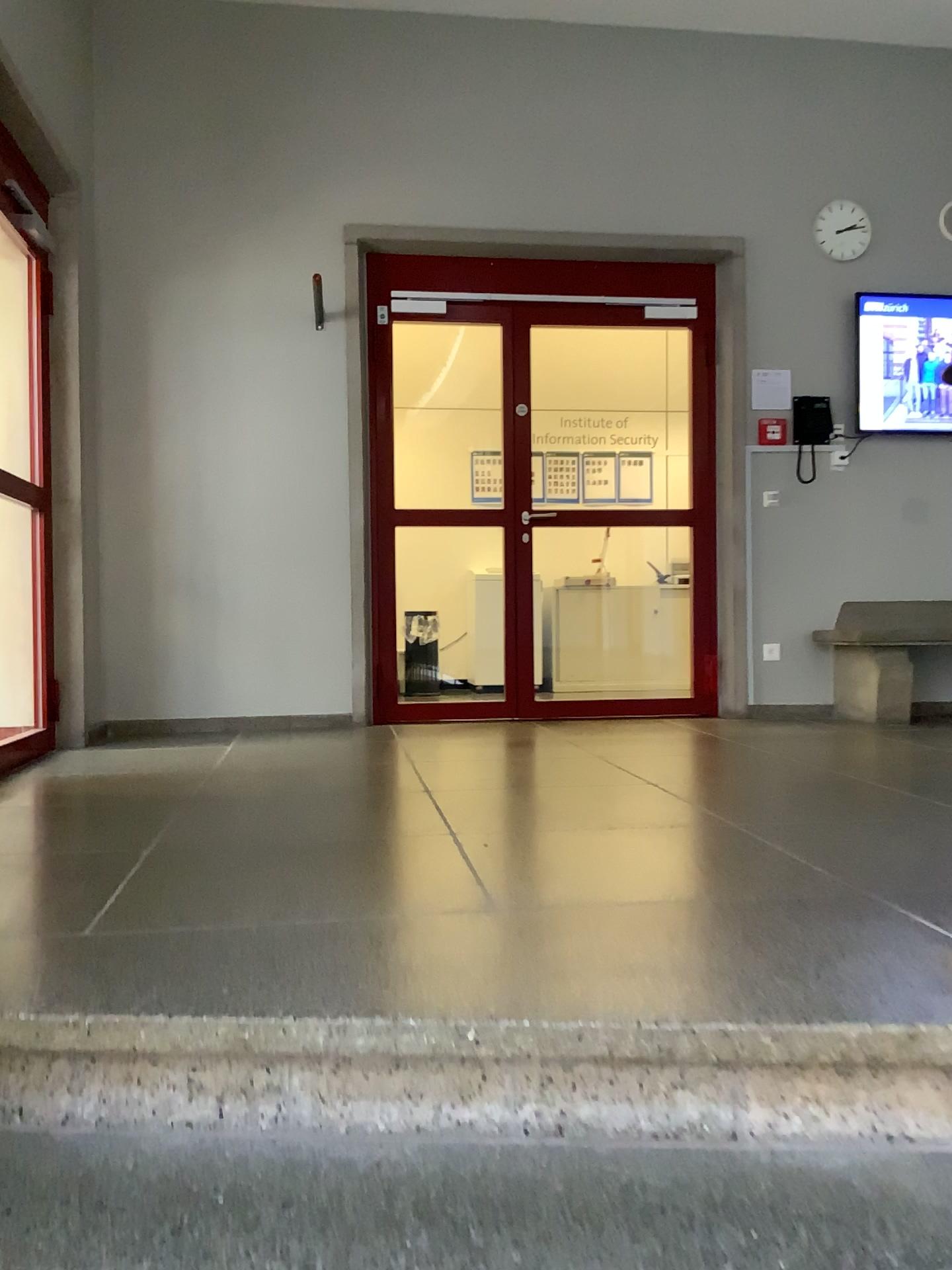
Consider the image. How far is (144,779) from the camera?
3.5 meters
